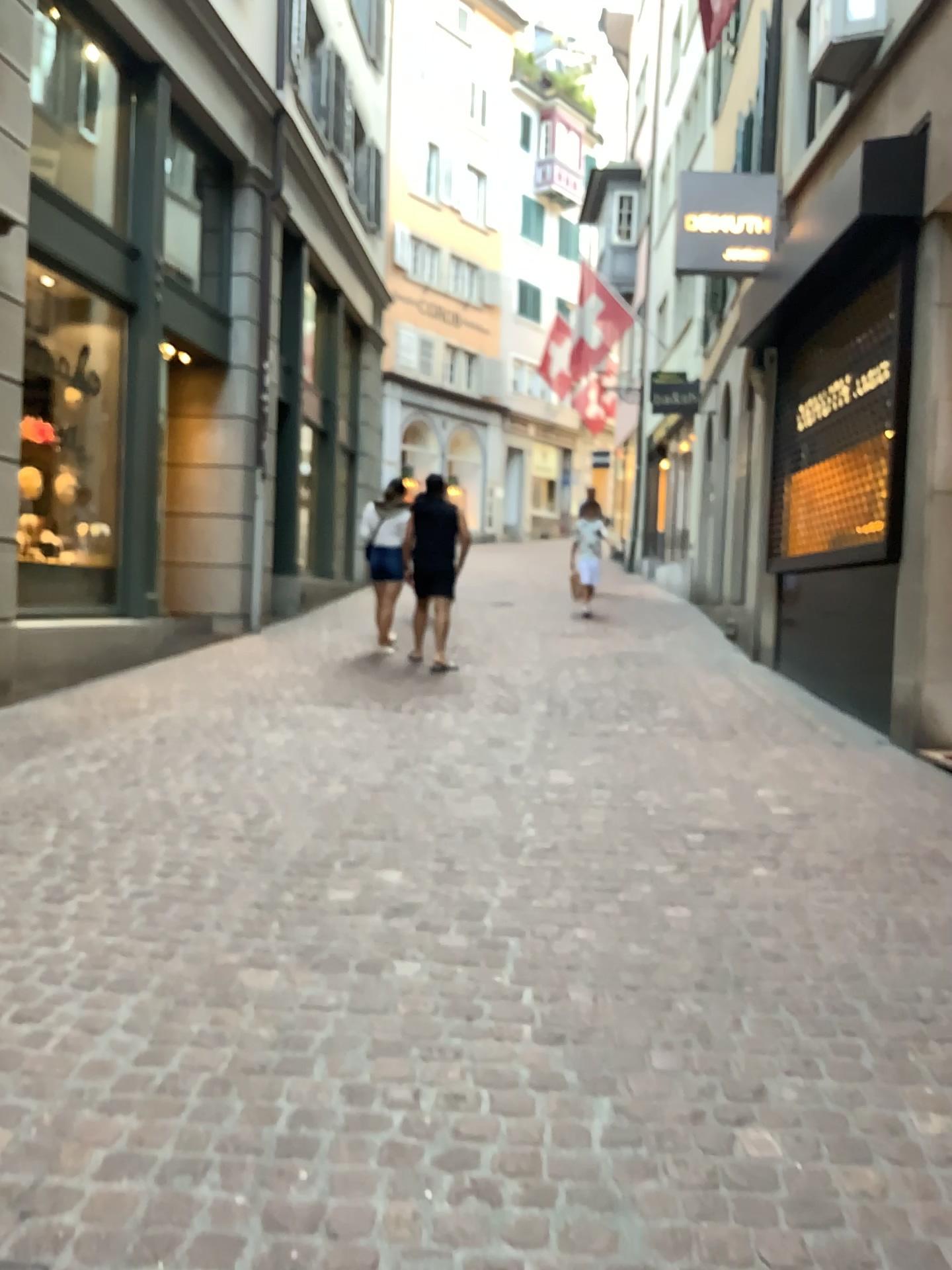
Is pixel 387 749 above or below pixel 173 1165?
above
